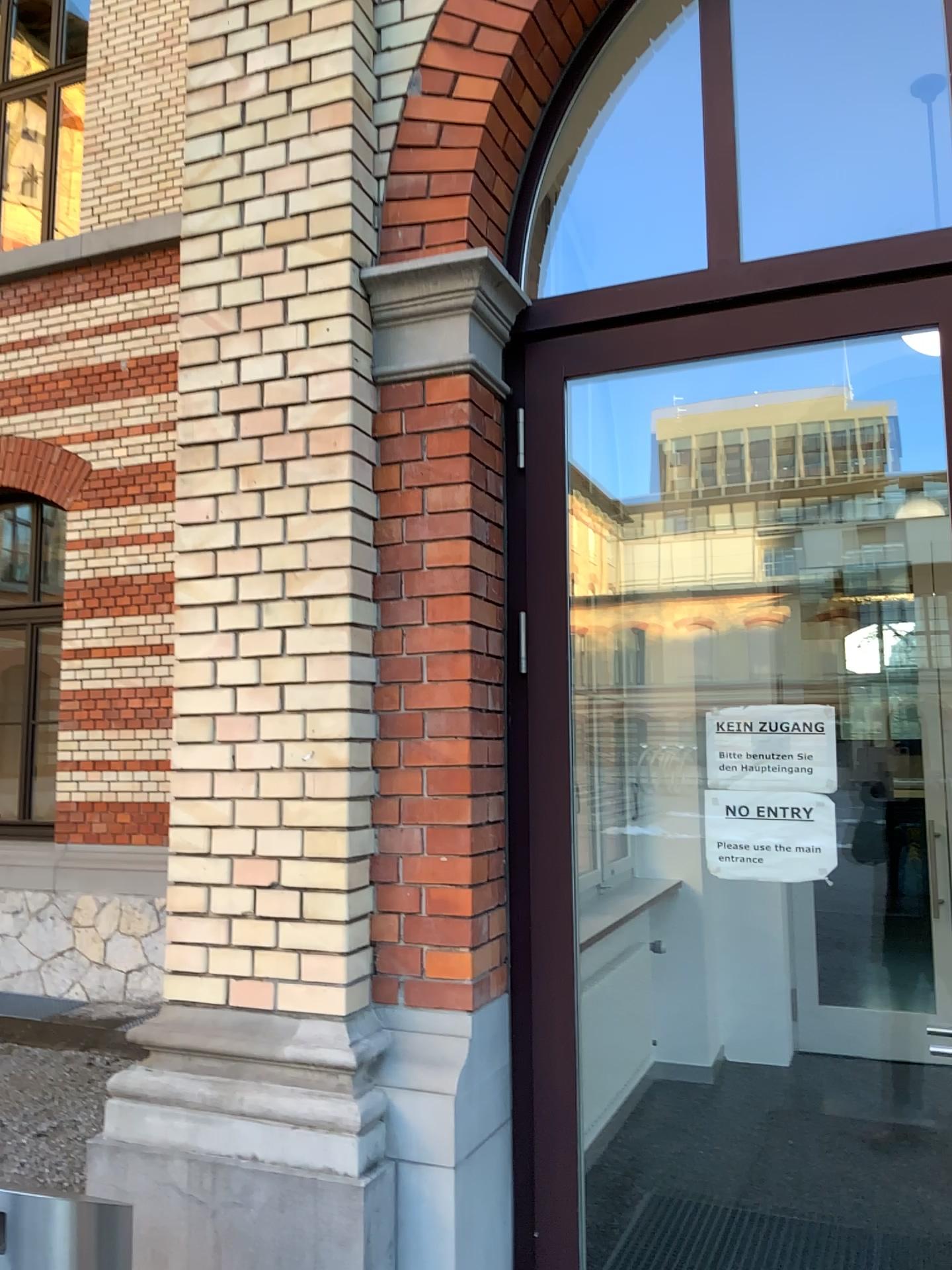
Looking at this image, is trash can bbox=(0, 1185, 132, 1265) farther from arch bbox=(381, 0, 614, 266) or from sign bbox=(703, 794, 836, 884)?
arch bbox=(381, 0, 614, 266)

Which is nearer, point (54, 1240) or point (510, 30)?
point (54, 1240)

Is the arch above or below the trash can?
above

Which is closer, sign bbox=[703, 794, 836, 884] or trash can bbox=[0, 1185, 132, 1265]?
trash can bbox=[0, 1185, 132, 1265]

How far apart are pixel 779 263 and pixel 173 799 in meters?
2.0 m

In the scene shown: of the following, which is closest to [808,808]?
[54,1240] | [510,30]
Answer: [54,1240]

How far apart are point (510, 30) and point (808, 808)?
2.12m

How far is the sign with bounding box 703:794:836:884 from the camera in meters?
2.5

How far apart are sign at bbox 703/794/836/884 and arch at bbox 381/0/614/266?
1.54m

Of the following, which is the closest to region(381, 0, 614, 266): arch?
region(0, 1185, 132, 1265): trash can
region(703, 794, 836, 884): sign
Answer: region(703, 794, 836, 884): sign
